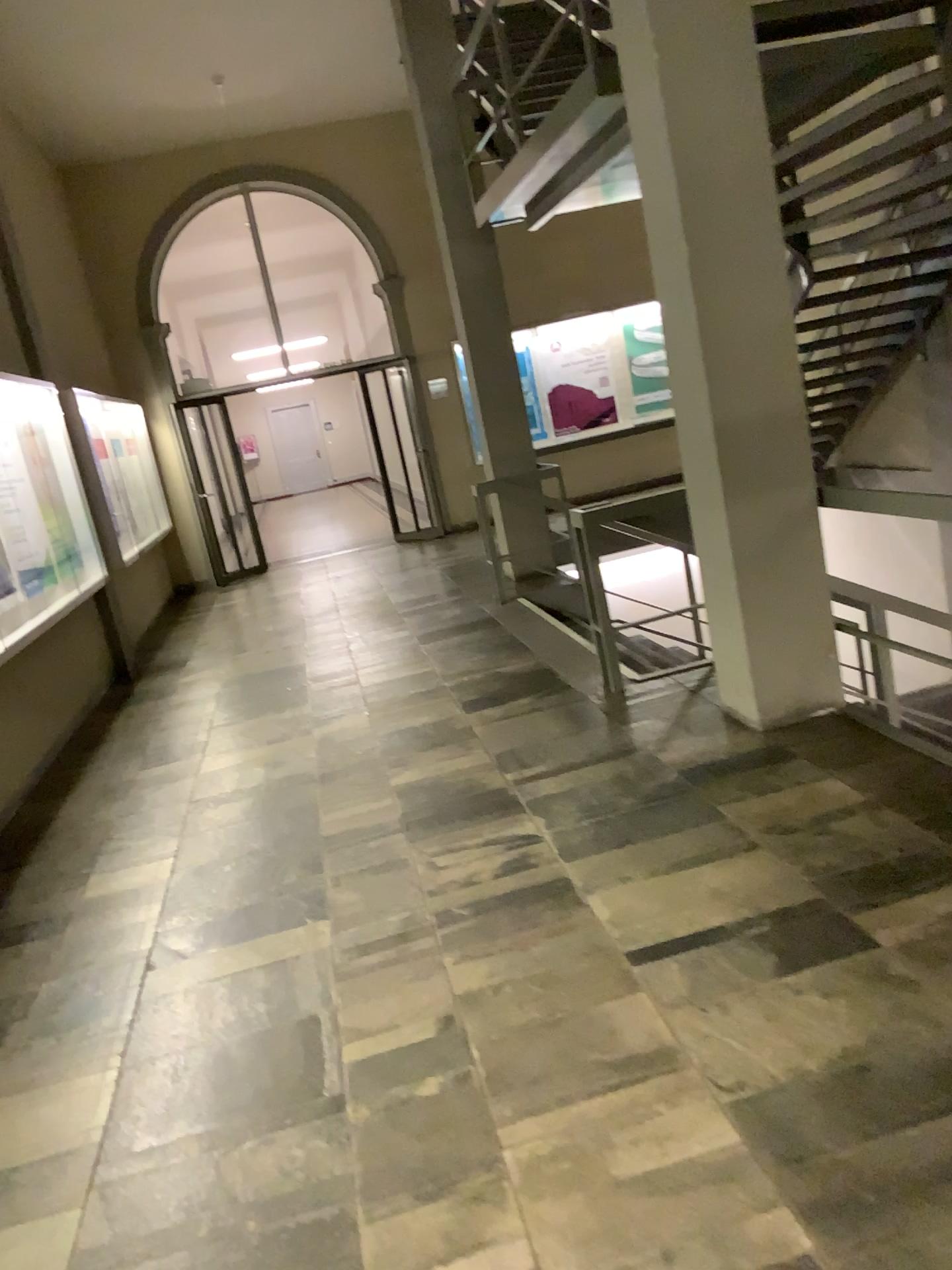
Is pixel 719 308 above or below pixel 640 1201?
above
